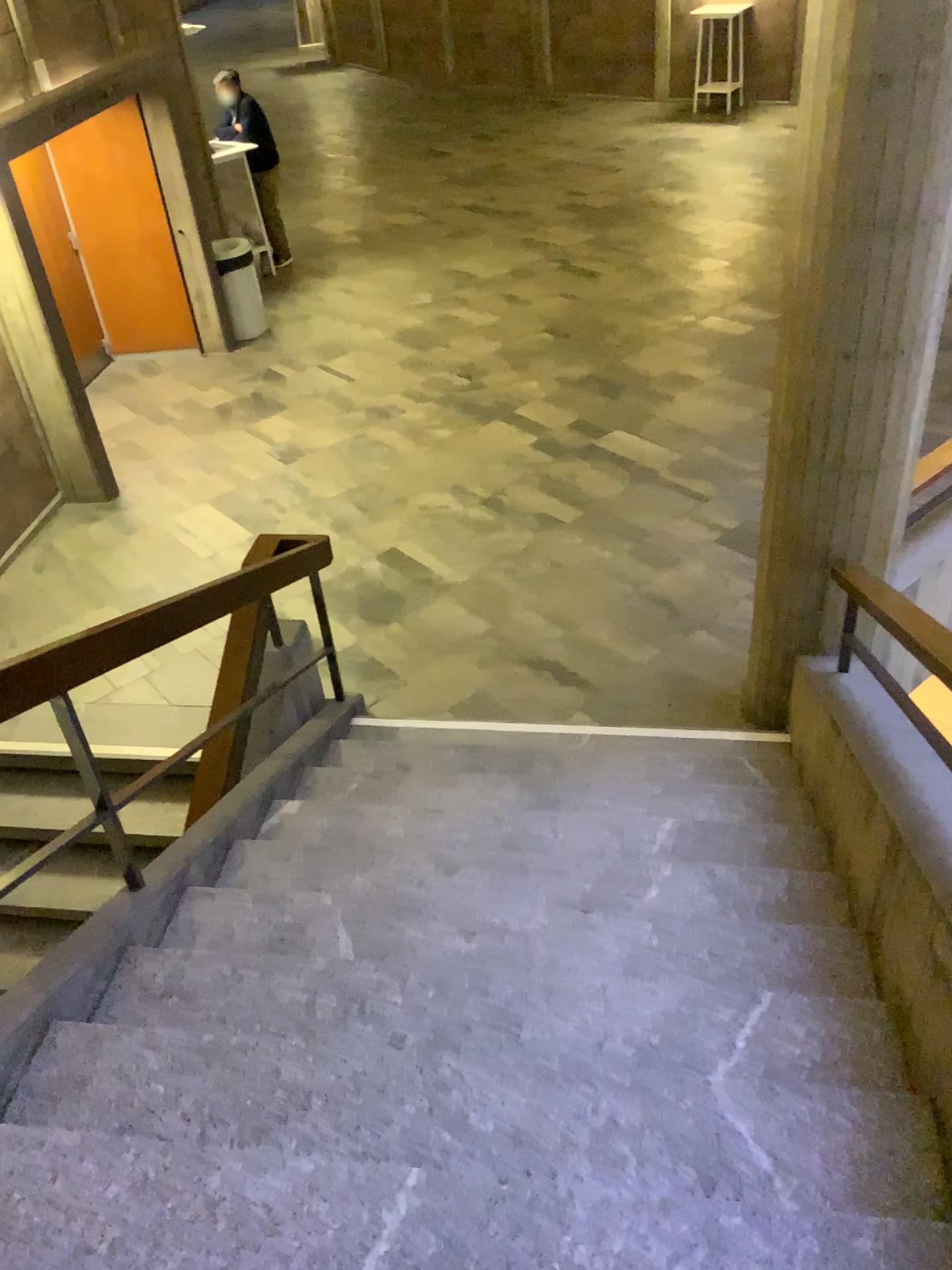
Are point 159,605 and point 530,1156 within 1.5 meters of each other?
no
